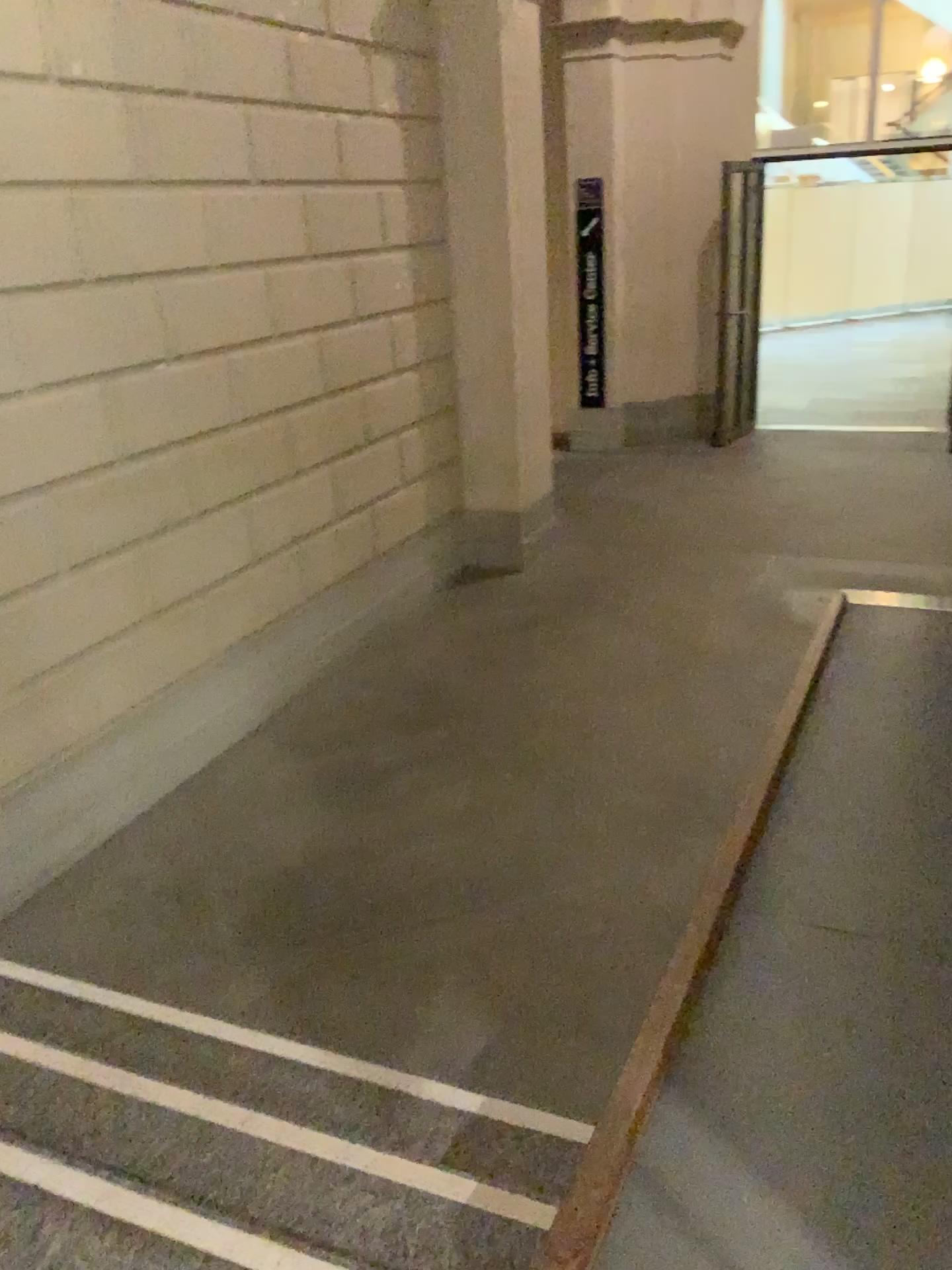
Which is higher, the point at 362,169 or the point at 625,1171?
the point at 362,169
